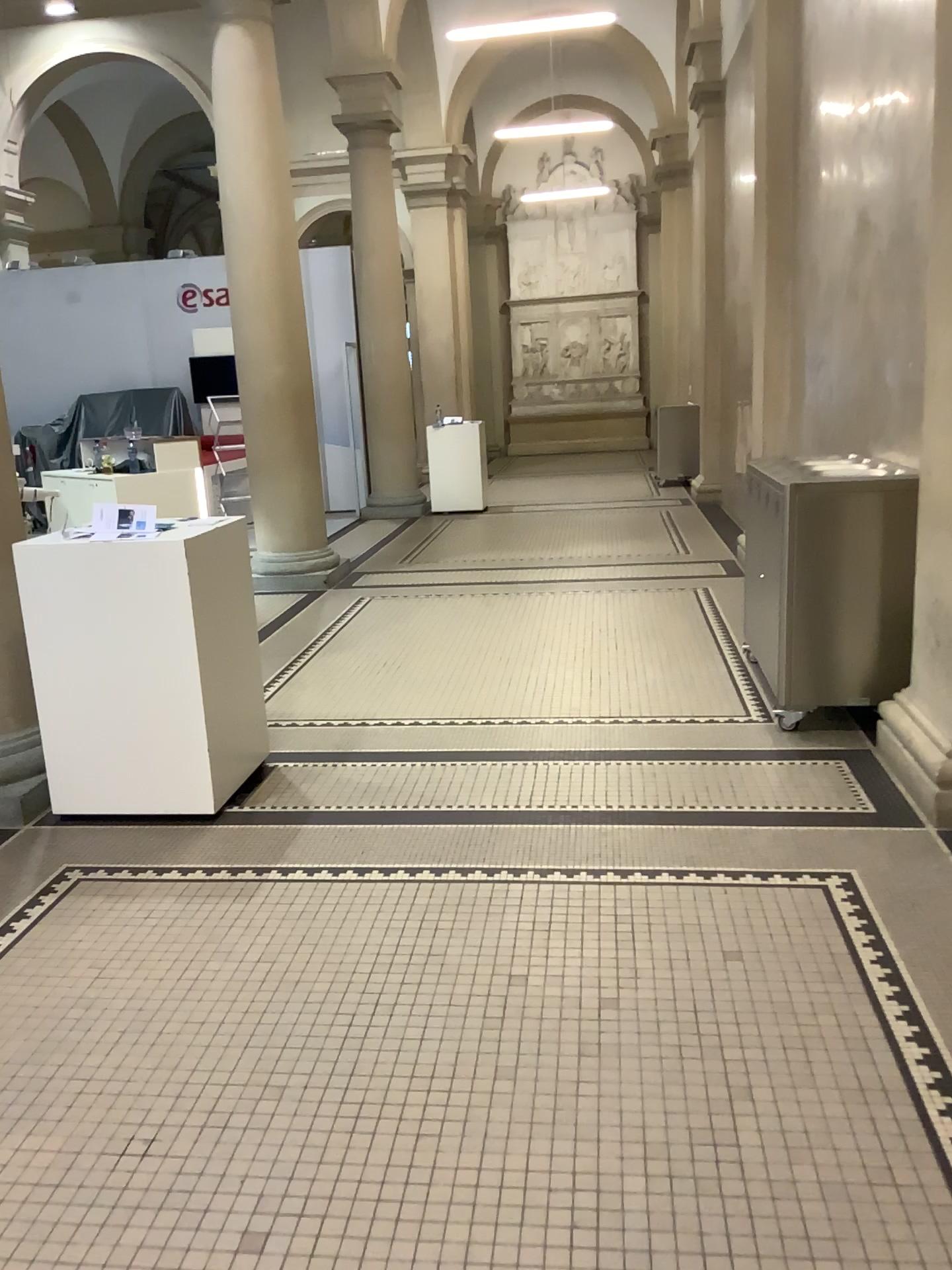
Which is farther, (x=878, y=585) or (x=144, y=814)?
(x=878, y=585)
